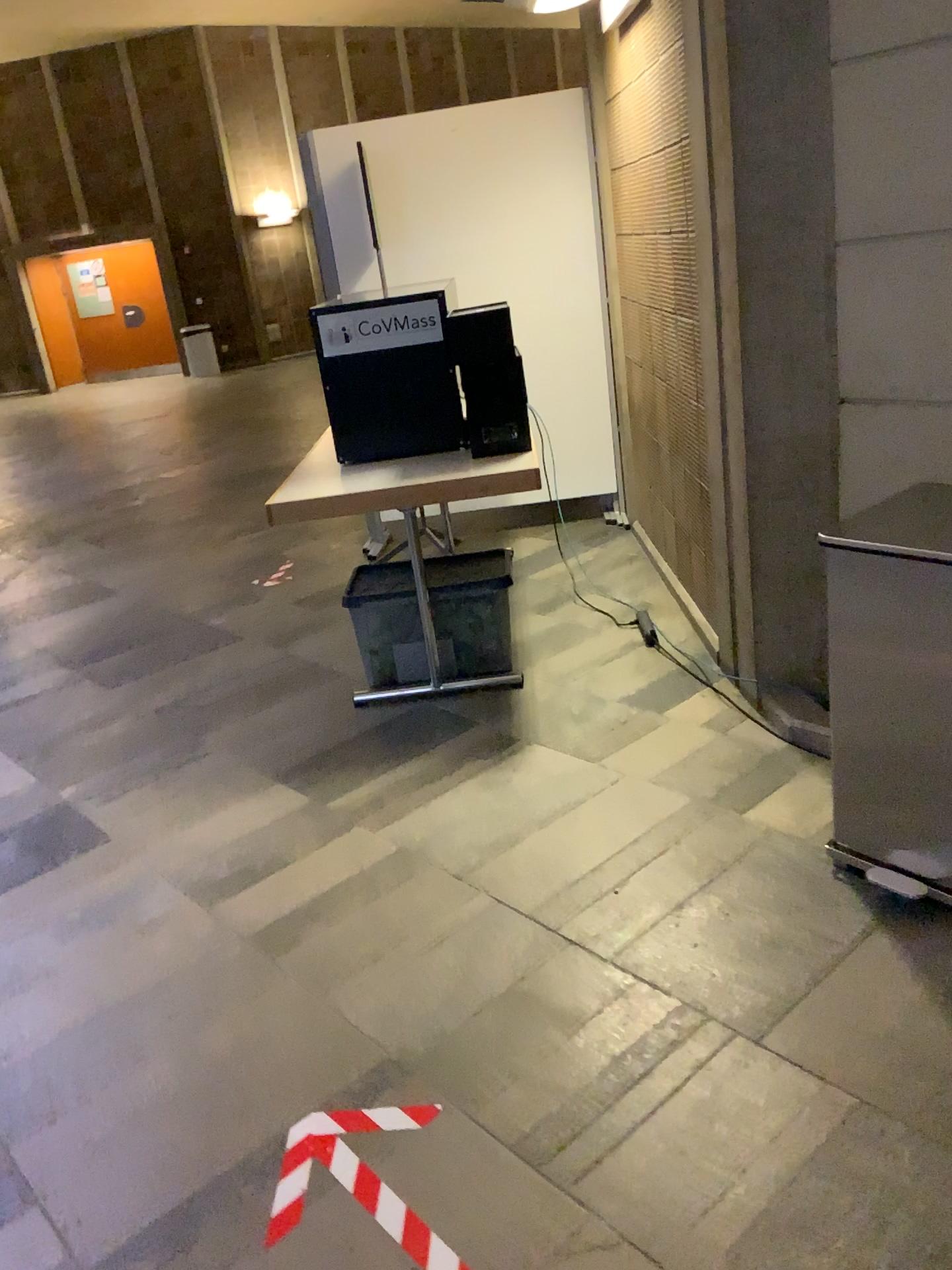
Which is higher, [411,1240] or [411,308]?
[411,308]

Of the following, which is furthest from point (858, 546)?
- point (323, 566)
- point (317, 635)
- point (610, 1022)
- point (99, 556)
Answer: point (99, 556)

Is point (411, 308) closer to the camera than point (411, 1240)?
No

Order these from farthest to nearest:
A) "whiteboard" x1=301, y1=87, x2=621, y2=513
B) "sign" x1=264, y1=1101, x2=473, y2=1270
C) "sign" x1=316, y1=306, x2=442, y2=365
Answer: "whiteboard" x1=301, y1=87, x2=621, y2=513
"sign" x1=316, y1=306, x2=442, y2=365
"sign" x1=264, y1=1101, x2=473, y2=1270

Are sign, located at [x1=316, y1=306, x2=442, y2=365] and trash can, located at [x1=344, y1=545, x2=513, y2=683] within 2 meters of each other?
yes

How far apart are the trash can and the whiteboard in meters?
1.7 m

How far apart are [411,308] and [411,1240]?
2.73m

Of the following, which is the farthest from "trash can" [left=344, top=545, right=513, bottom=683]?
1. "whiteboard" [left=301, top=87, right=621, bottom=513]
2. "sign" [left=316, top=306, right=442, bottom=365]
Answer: "whiteboard" [left=301, top=87, right=621, bottom=513]

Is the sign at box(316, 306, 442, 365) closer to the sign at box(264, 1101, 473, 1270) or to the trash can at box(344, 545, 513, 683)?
the trash can at box(344, 545, 513, 683)

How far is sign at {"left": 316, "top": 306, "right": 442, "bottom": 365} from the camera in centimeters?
347cm
